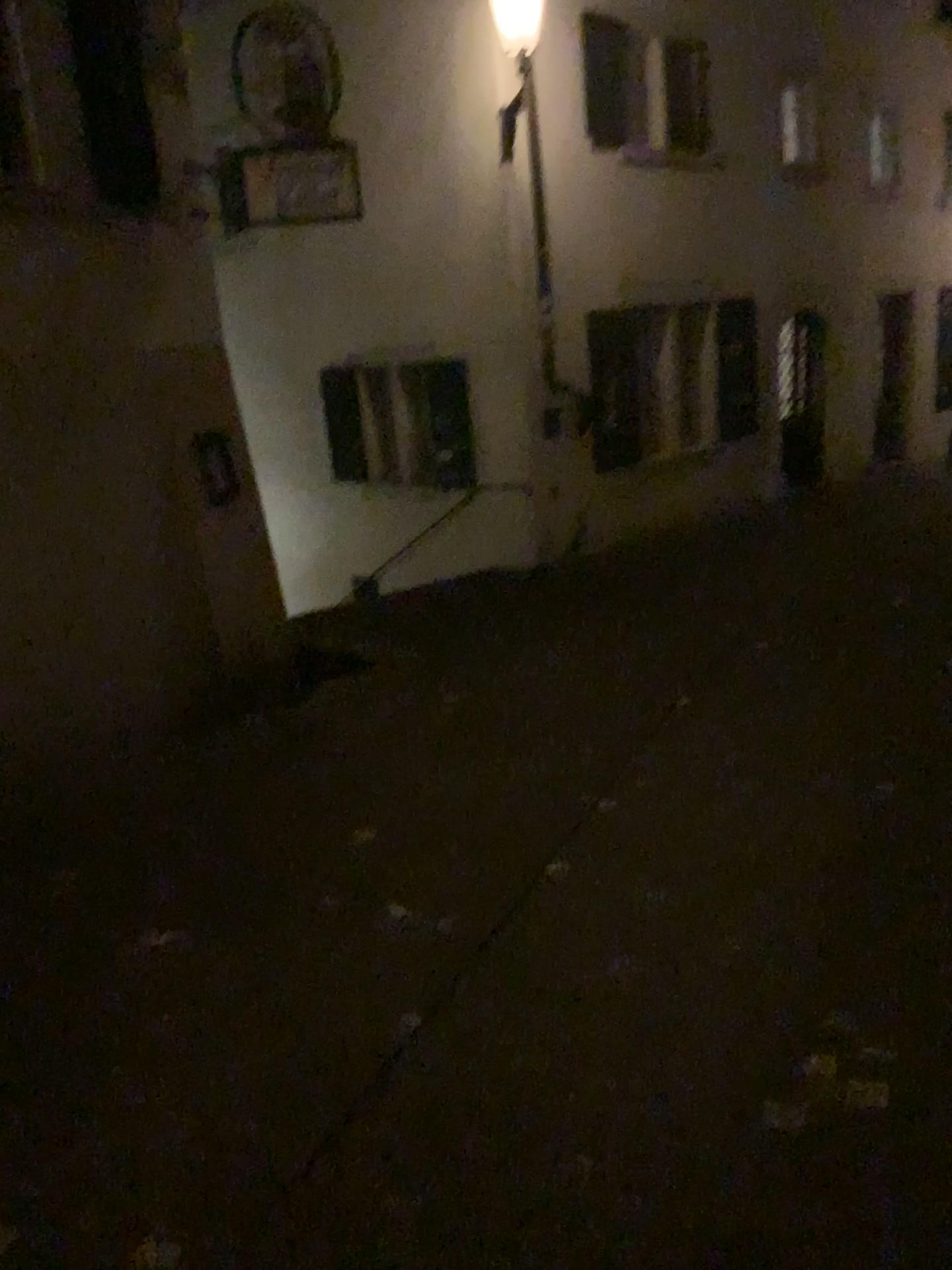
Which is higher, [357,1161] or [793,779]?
[357,1161]
